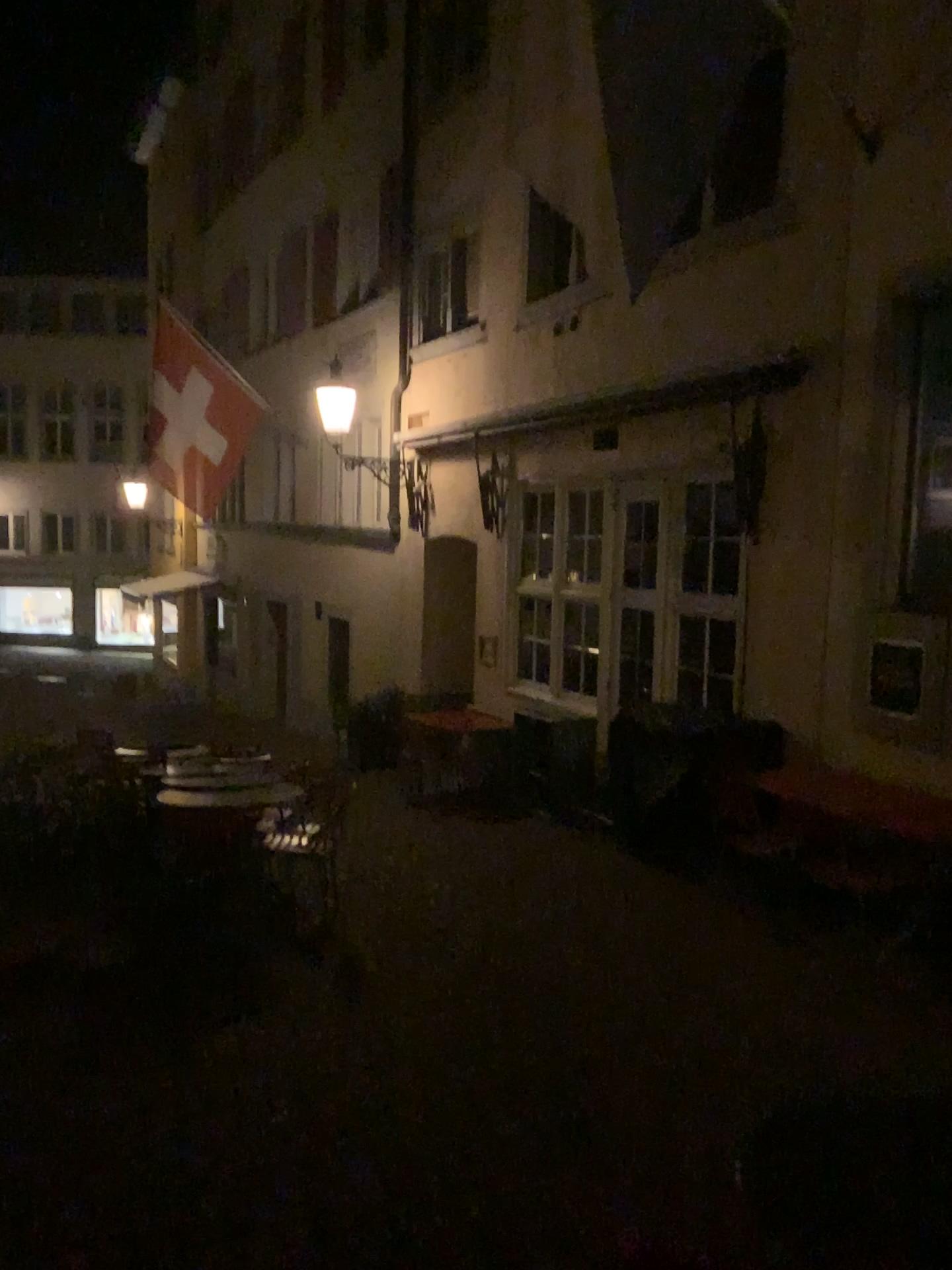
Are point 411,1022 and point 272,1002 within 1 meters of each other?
yes
